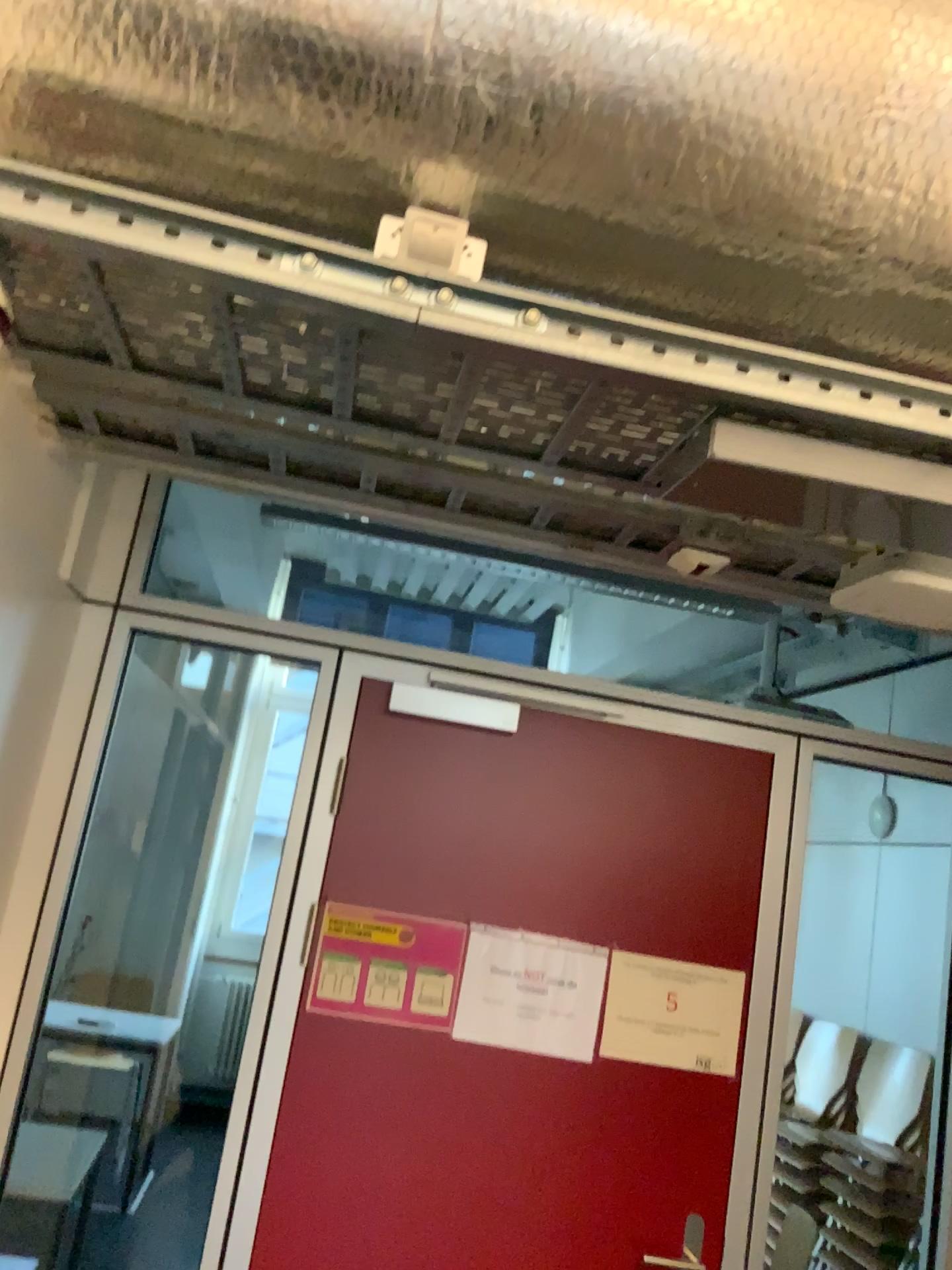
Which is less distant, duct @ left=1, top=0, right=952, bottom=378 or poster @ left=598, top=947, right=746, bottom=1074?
duct @ left=1, top=0, right=952, bottom=378

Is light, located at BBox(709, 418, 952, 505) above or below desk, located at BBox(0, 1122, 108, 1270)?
above

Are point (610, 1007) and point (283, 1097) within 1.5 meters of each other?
yes

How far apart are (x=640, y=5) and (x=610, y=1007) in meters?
1.8

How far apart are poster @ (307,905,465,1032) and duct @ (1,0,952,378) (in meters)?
1.38

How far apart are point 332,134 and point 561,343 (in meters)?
0.34

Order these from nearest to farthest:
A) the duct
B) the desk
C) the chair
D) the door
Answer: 1. the duct
2. the door
3. the desk
4. the chair

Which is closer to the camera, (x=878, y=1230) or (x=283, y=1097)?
(x=283, y=1097)

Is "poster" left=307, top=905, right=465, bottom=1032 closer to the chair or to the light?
the light

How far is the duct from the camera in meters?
1.1
